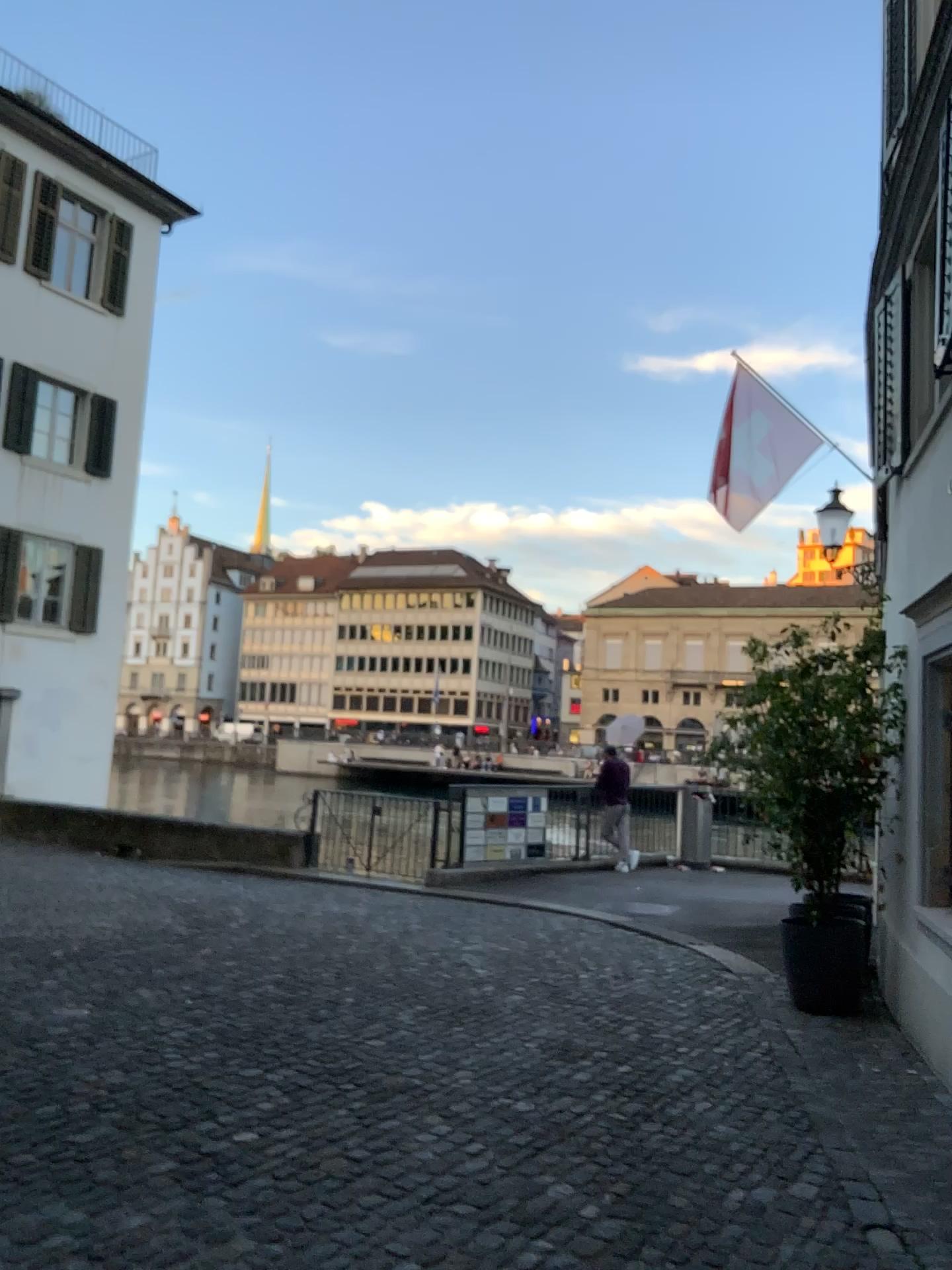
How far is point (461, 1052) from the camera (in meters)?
5.08
